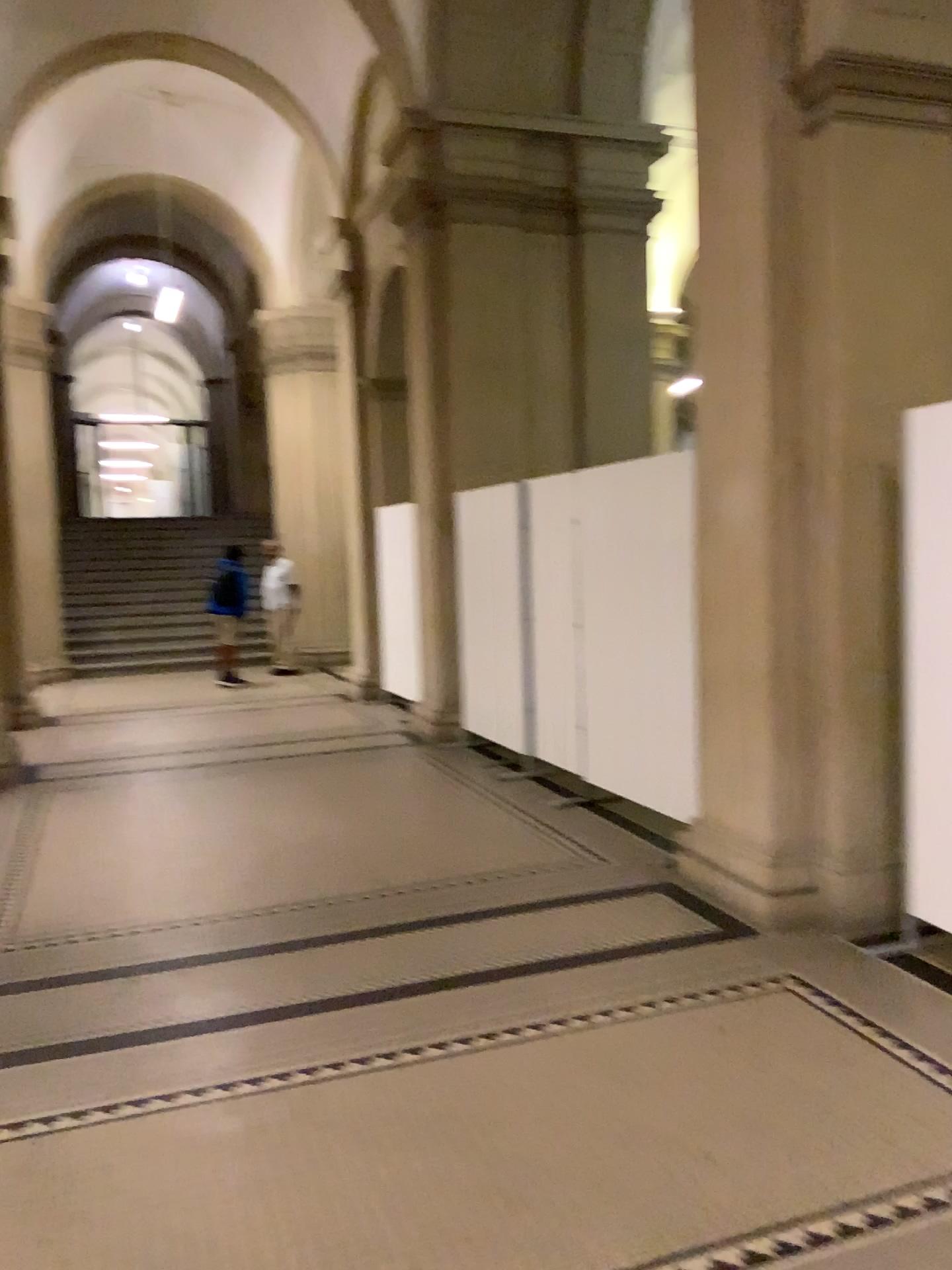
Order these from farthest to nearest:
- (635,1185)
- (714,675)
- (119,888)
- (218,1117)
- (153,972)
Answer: (119,888) < (714,675) < (153,972) < (218,1117) < (635,1185)

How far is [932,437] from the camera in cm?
381

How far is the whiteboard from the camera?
3.8 meters
